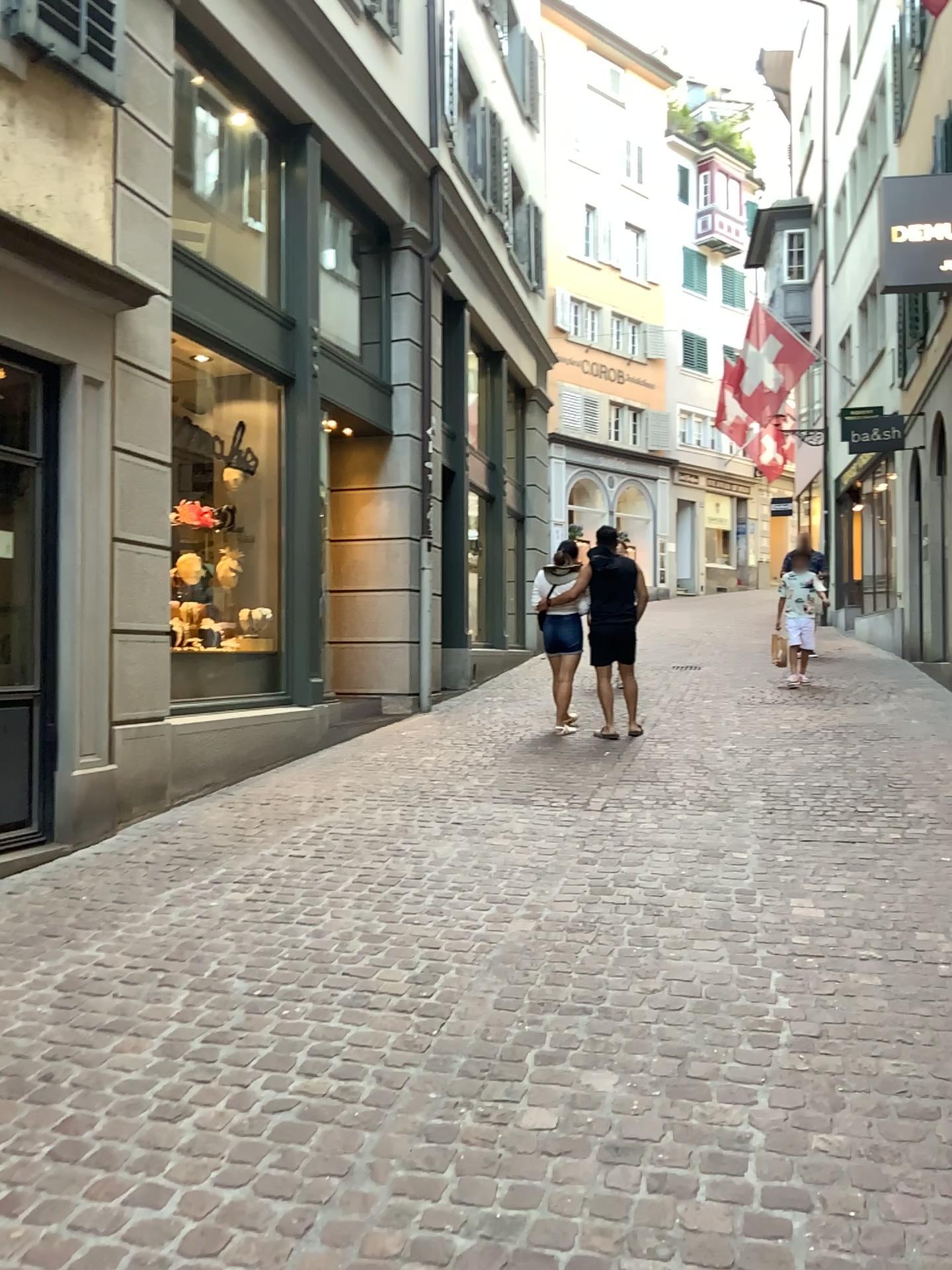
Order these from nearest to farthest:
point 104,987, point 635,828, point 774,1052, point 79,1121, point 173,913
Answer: point 79,1121
point 774,1052
point 104,987
point 173,913
point 635,828
